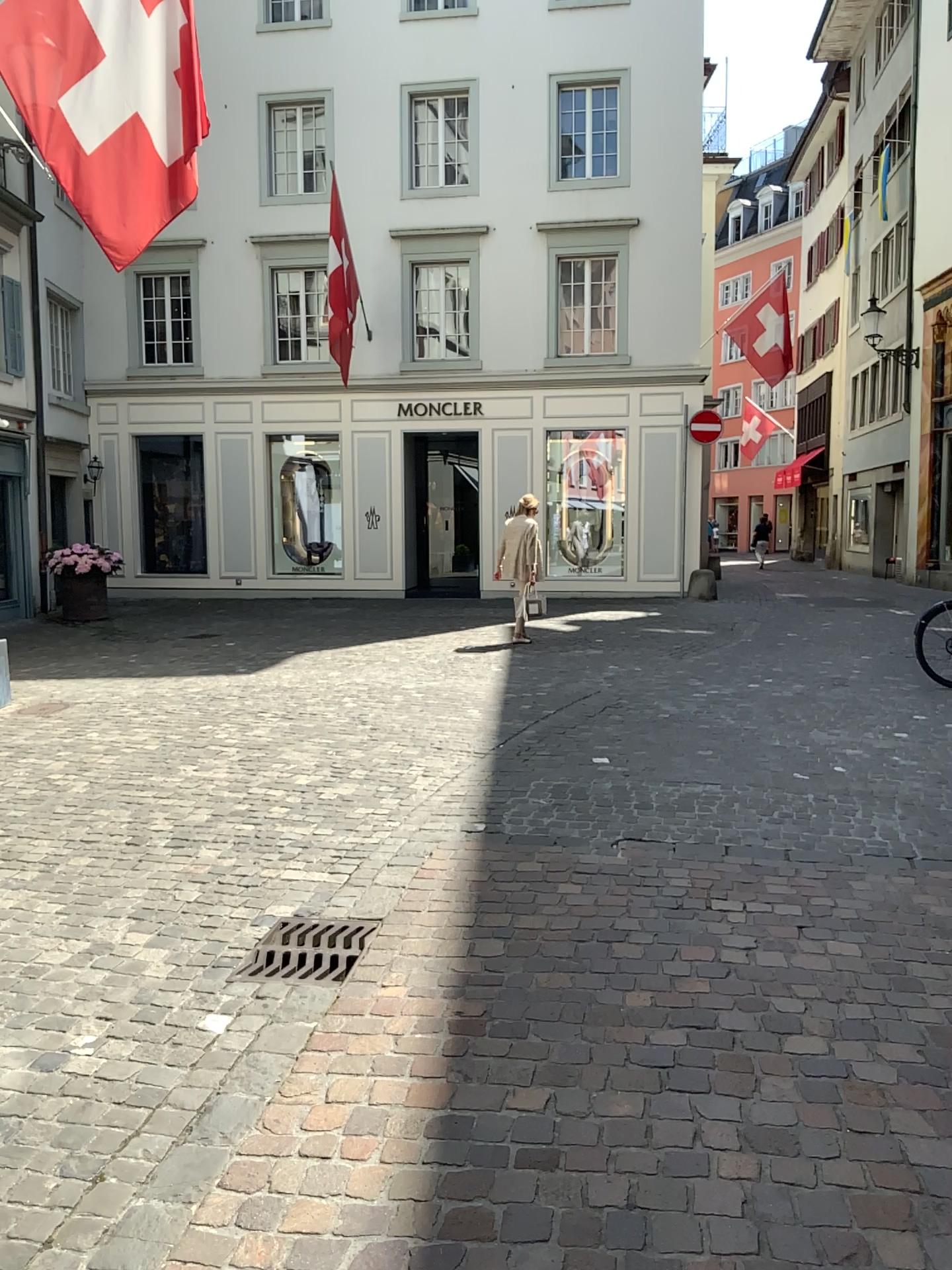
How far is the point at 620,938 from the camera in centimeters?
356cm
